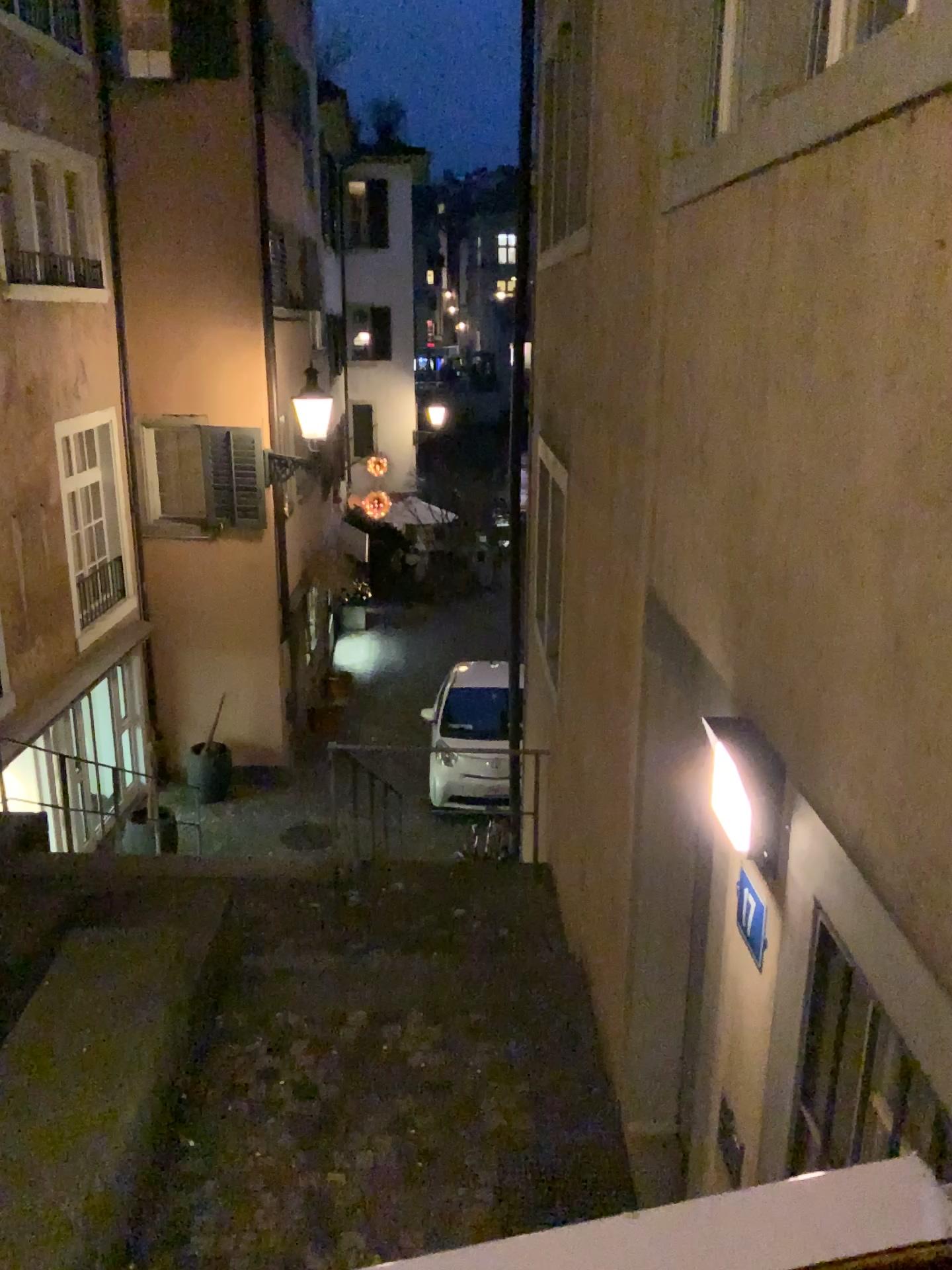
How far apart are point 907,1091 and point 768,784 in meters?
0.6 m

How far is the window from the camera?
1.7m

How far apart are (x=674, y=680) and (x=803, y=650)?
1.28m

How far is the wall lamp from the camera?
2.2m

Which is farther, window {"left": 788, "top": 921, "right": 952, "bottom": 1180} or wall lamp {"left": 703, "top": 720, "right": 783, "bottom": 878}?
wall lamp {"left": 703, "top": 720, "right": 783, "bottom": 878}

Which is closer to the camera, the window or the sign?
the window

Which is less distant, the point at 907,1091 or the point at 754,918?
the point at 907,1091

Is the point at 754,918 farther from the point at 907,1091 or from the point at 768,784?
the point at 907,1091
